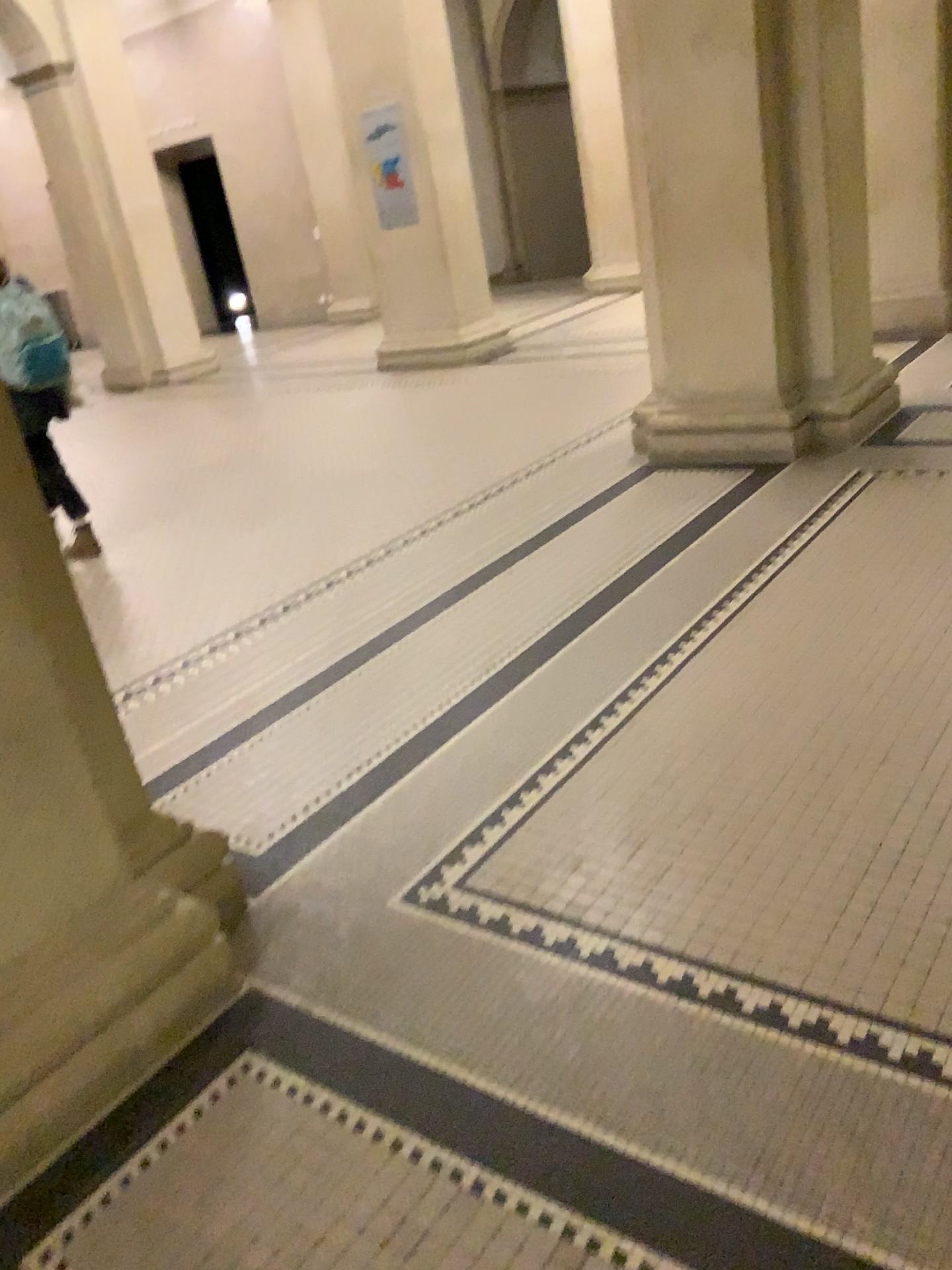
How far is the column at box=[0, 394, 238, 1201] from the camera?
1.7 meters

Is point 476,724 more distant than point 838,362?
No

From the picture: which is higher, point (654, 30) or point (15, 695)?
point (654, 30)

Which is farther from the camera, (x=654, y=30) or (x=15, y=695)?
(x=654, y=30)

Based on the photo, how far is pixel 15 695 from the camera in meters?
1.7

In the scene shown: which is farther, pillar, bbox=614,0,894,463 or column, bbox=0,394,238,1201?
pillar, bbox=614,0,894,463
